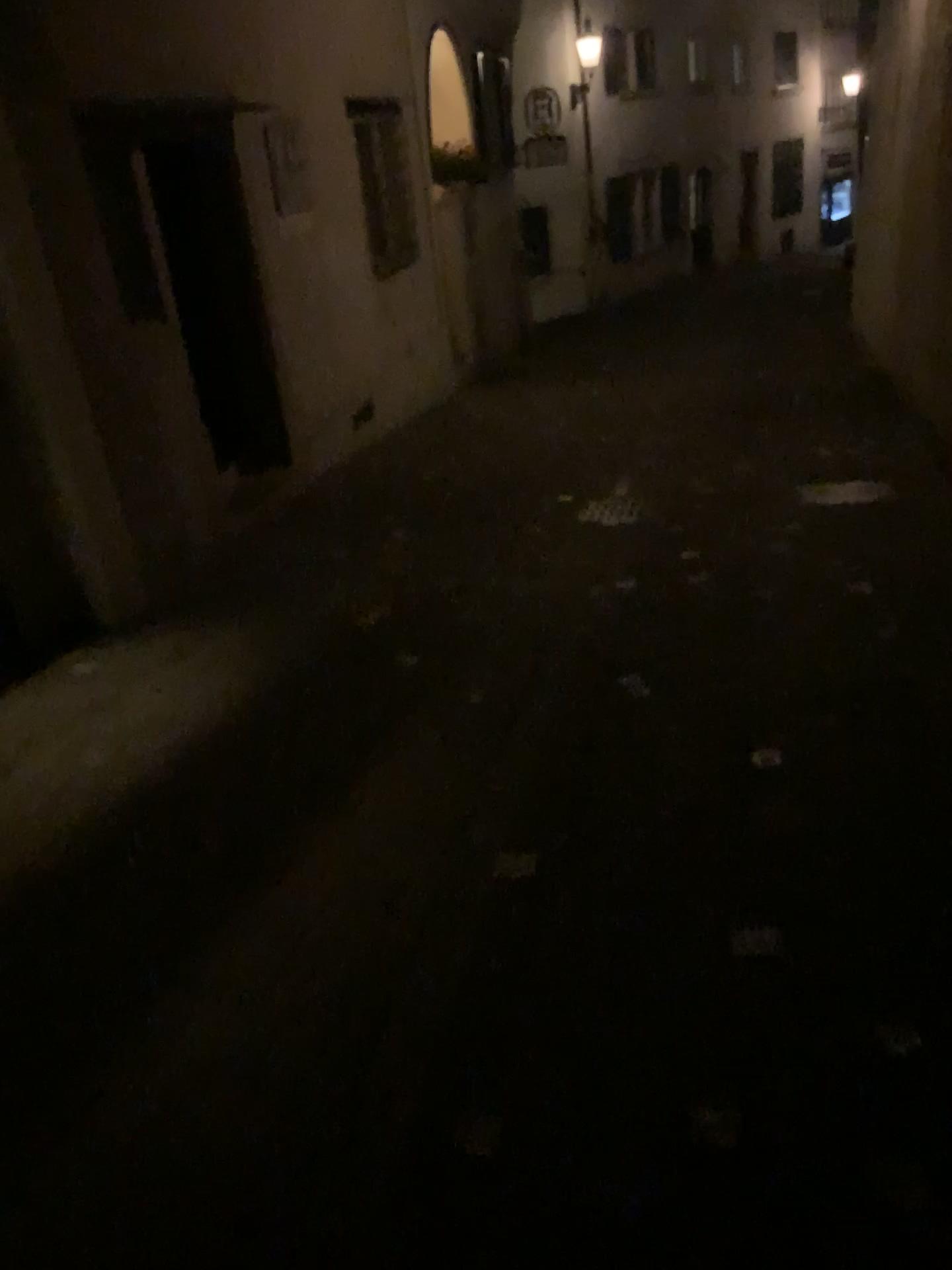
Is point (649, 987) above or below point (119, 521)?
below
